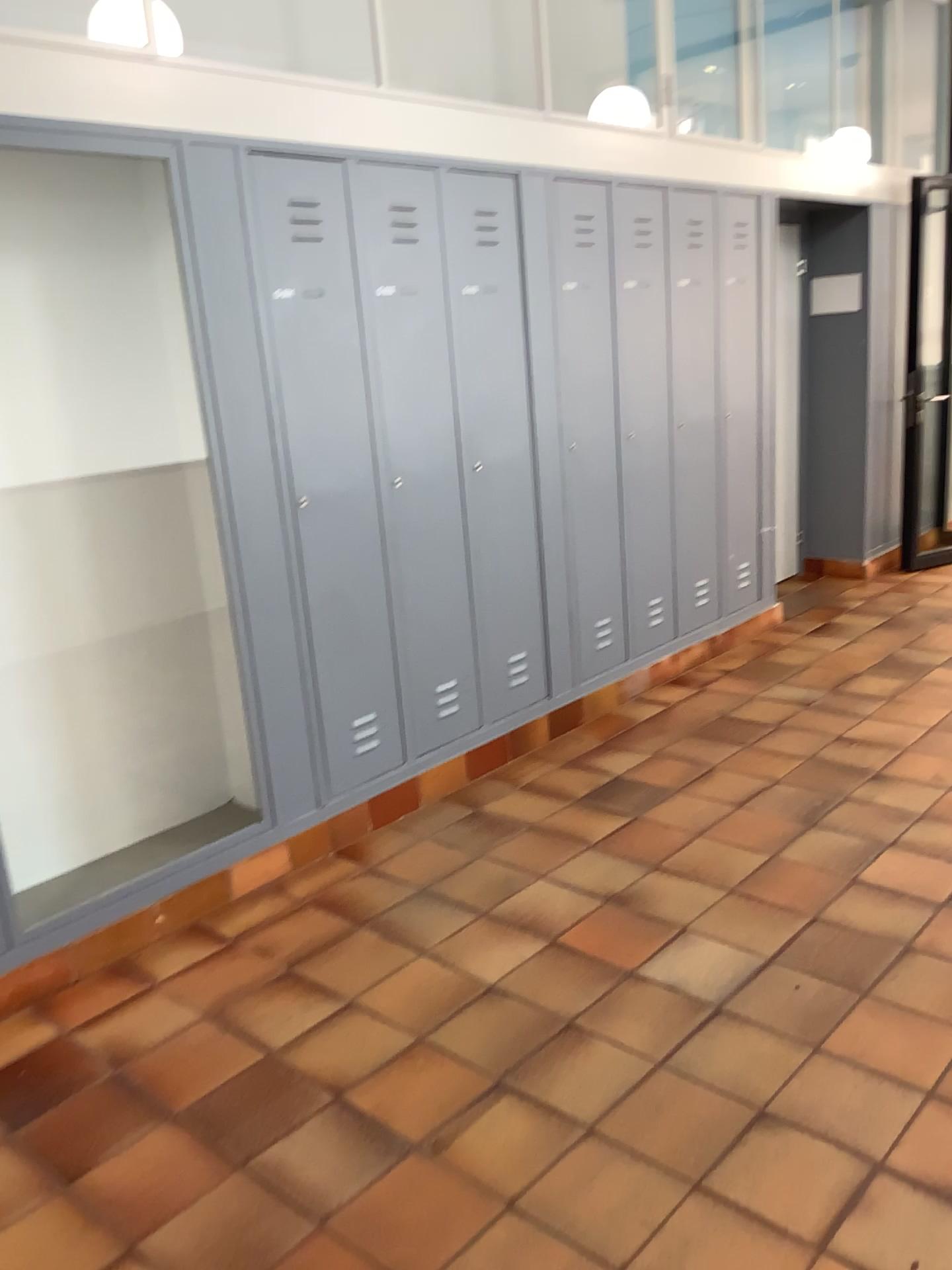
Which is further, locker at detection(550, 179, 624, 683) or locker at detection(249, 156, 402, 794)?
locker at detection(550, 179, 624, 683)

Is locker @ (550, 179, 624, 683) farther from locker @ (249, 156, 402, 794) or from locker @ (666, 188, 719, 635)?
locker @ (249, 156, 402, 794)

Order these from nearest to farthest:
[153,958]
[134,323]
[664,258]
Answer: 1. [153,958]
2. [134,323]
3. [664,258]

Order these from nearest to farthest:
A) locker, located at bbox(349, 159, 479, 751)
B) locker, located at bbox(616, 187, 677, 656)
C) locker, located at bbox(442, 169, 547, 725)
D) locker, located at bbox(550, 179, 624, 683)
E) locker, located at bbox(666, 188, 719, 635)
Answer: locker, located at bbox(349, 159, 479, 751)
locker, located at bbox(442, 169, 547, 725)
locker, located at bbox(550, 179, 624, 683)
locker, located at bbox(616, 187, 677, 656)
locker, located at bbox(666, 188, 719, 635)

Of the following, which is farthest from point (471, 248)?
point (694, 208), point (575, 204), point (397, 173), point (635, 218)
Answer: point (694, 208)

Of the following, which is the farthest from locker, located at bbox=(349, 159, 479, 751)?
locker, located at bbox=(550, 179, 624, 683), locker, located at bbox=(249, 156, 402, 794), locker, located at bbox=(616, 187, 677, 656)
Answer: locker, located at bbox=(616, 187, 677, 656)

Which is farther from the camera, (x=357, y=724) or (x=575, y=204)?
(x=575, y=204)

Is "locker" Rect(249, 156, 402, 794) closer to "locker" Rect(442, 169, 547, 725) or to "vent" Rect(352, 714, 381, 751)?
"vent" Rect(352, 714, 381, 751)

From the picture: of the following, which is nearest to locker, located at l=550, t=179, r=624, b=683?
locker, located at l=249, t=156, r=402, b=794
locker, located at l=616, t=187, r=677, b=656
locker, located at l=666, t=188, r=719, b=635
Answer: locker, located at l=616, t=187, r=677, b=656

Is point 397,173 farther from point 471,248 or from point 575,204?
point 575,204
